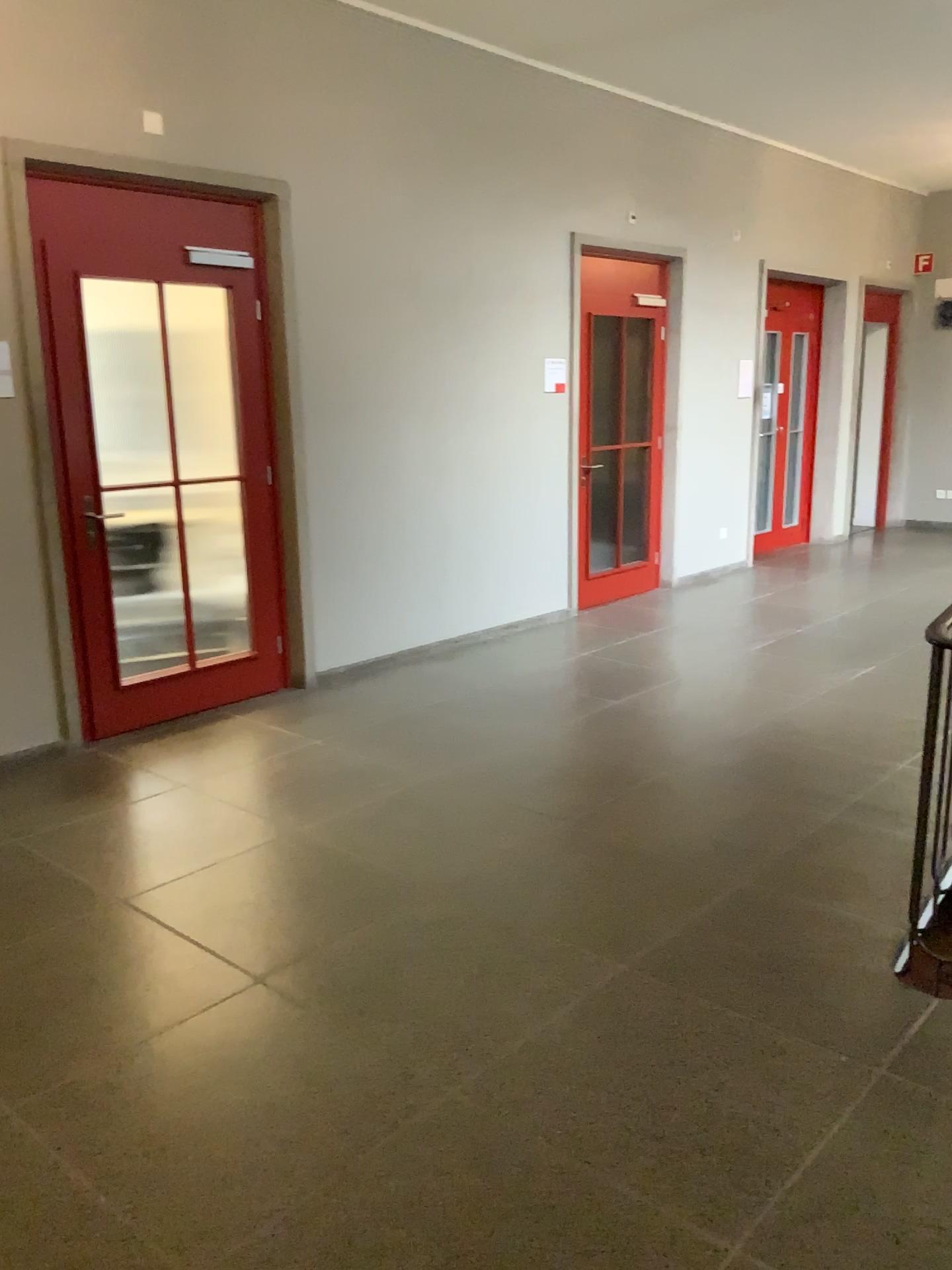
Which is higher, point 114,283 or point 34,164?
point 34,164

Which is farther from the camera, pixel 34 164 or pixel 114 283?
pixel 114 283

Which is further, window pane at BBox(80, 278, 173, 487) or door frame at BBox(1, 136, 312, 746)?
window pane at BBox(80, 278, 173, 487)

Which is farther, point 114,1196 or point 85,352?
point 85,352
